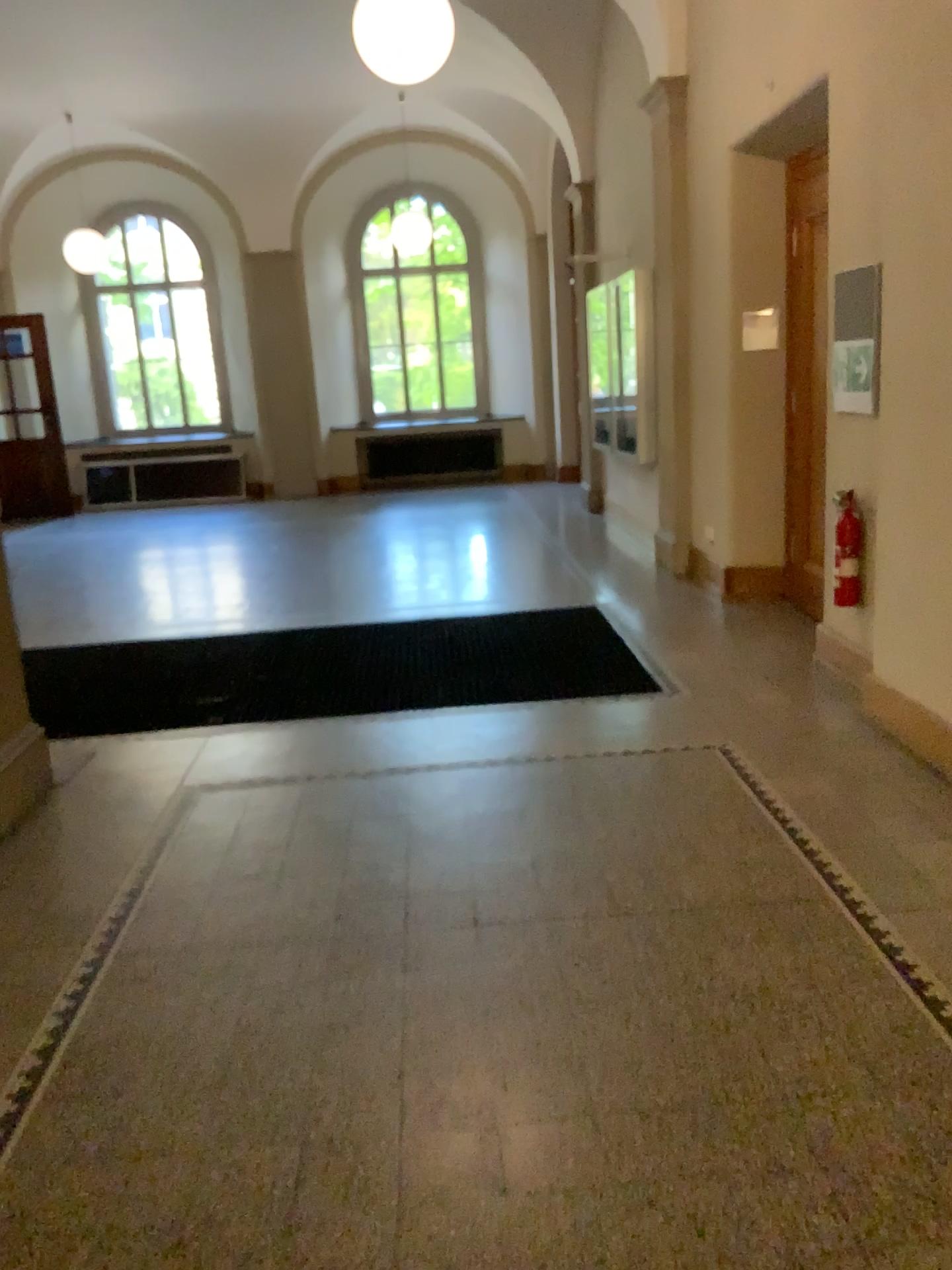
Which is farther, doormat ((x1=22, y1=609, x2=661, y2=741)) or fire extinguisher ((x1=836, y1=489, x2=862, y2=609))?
doormat ((x1=22, y1=609, x2=661, y2=741))

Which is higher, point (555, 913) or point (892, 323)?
point (892, 323)

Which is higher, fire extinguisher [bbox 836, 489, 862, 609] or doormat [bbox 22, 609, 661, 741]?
fire extinguisher [bbox 836, 489, 862, 609]

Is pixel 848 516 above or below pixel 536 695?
above

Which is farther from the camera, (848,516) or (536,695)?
(536,695)
